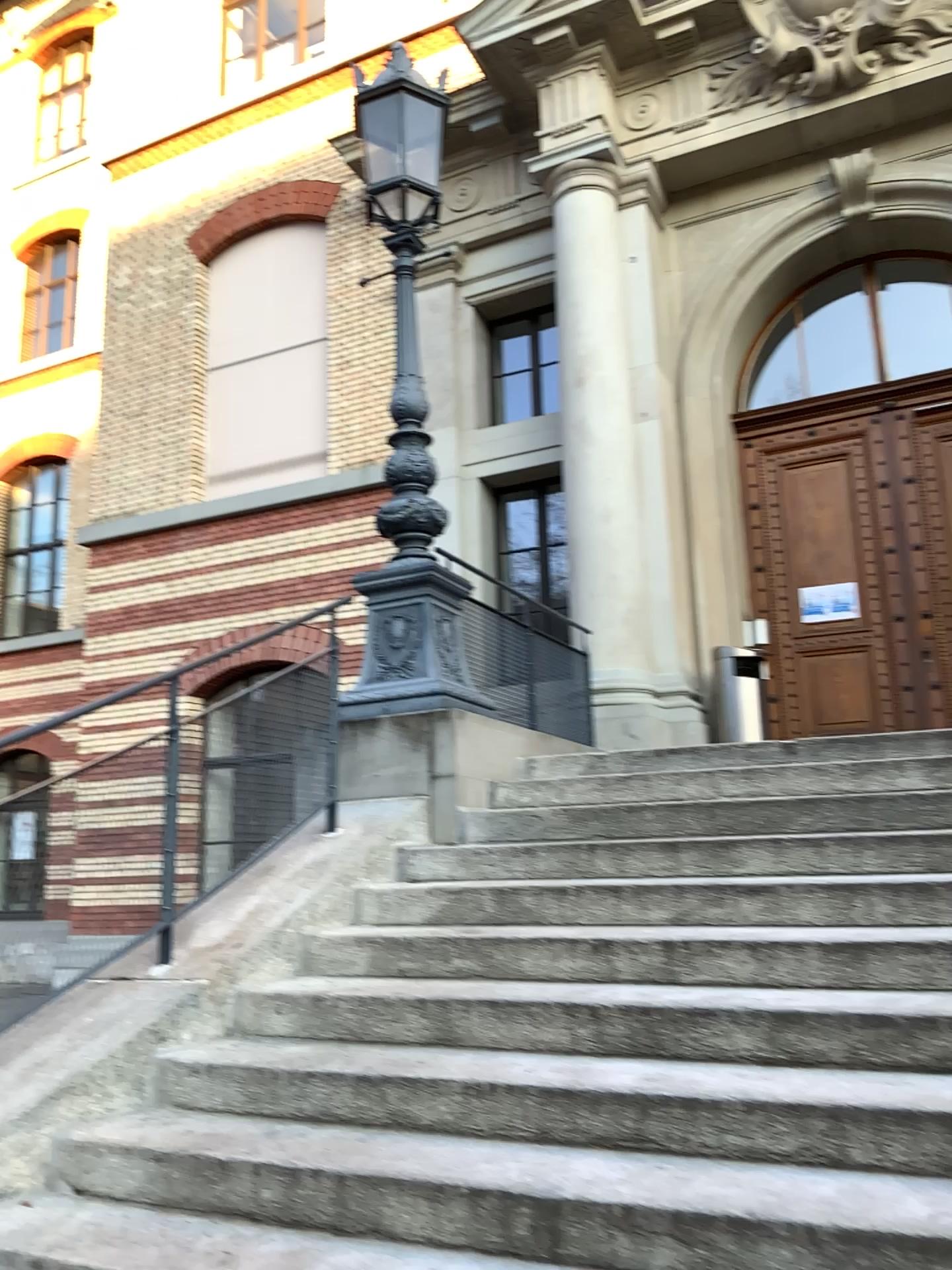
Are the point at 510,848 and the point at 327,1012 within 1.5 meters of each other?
yes
